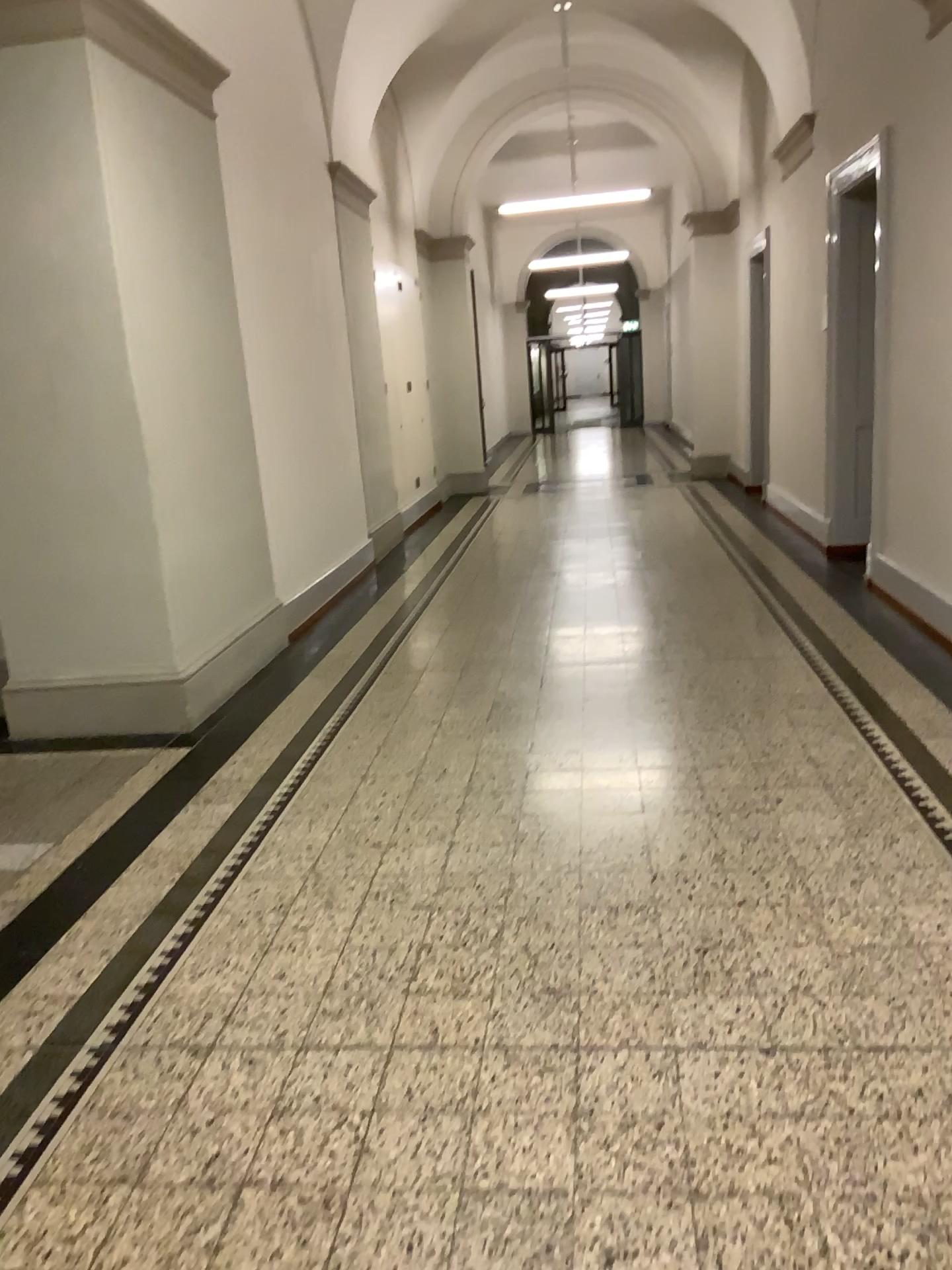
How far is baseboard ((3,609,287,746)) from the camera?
4.52m

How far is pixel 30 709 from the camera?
4.52m

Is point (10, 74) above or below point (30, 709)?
above

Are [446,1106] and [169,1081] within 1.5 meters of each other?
yes
